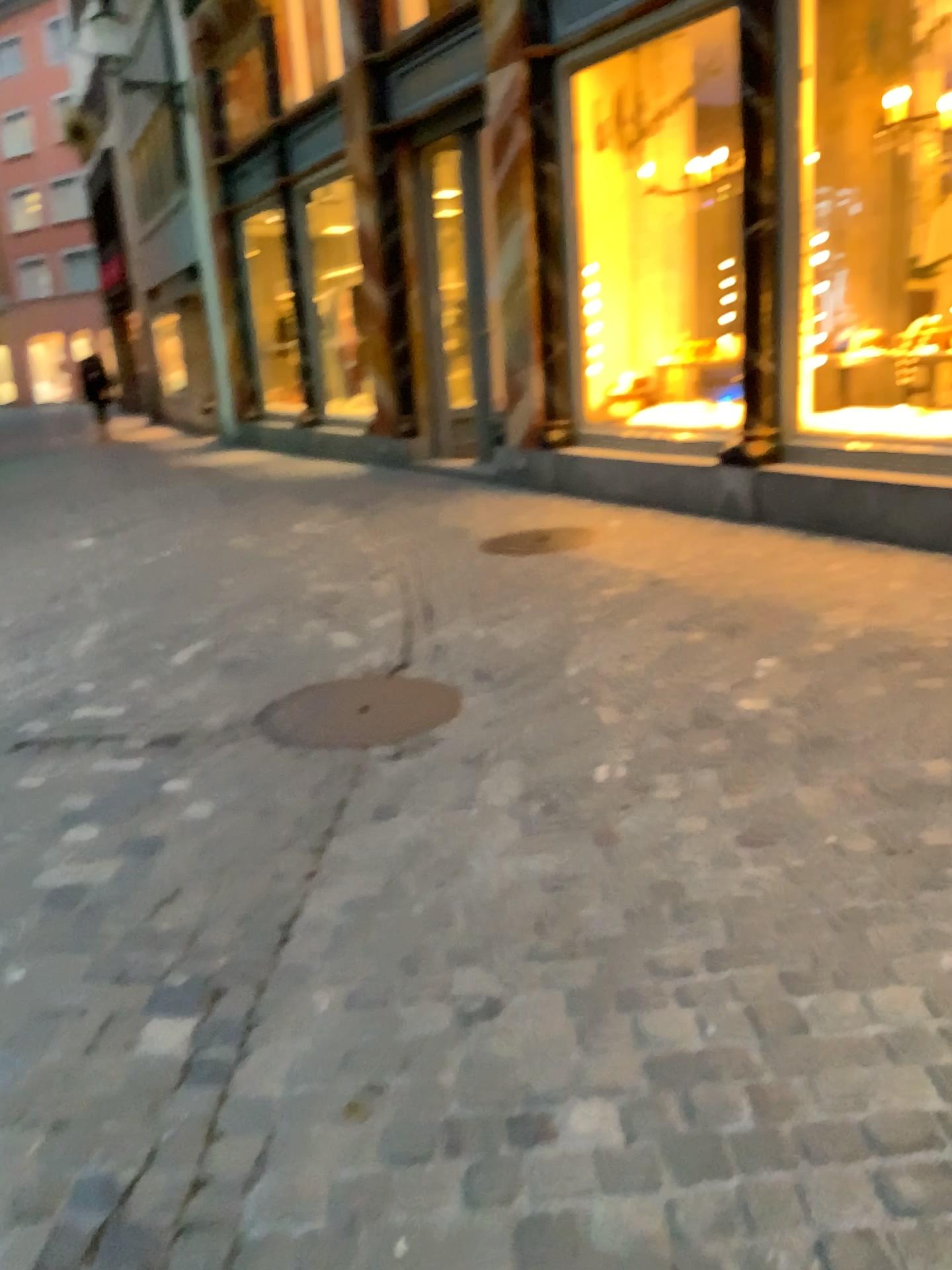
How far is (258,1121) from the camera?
1.8m
